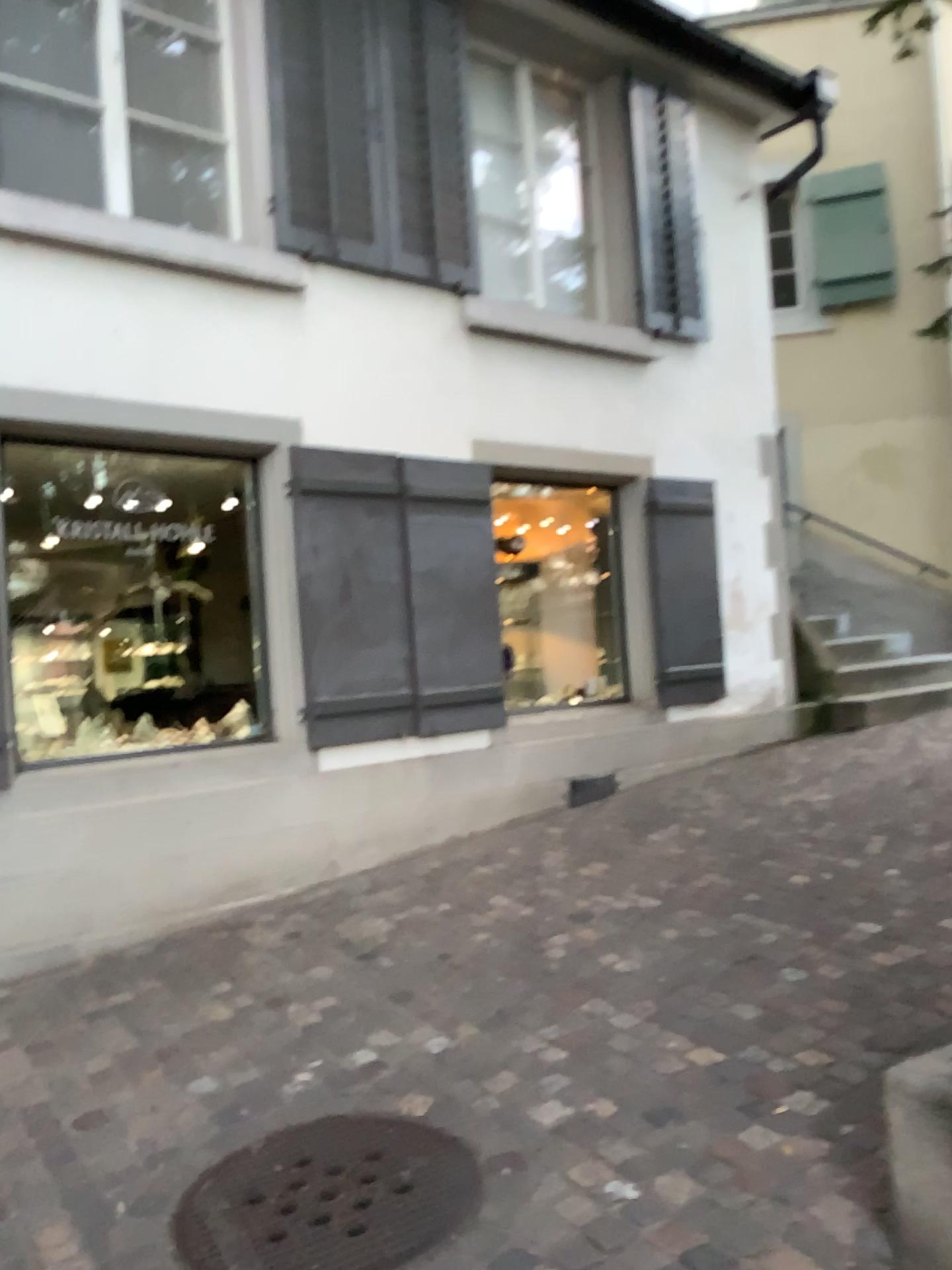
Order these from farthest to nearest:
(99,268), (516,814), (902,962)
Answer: (516,814), (99,268), (902,962)

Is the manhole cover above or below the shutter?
below

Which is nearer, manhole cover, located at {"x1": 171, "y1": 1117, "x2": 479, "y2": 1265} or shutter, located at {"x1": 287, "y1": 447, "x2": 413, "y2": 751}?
manhole cover, located at {"x1": 171, "y1": 1117, "x2": 479, "y2": 1265}

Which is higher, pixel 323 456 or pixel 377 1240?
pixel 323 456

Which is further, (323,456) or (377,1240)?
(323,456)
